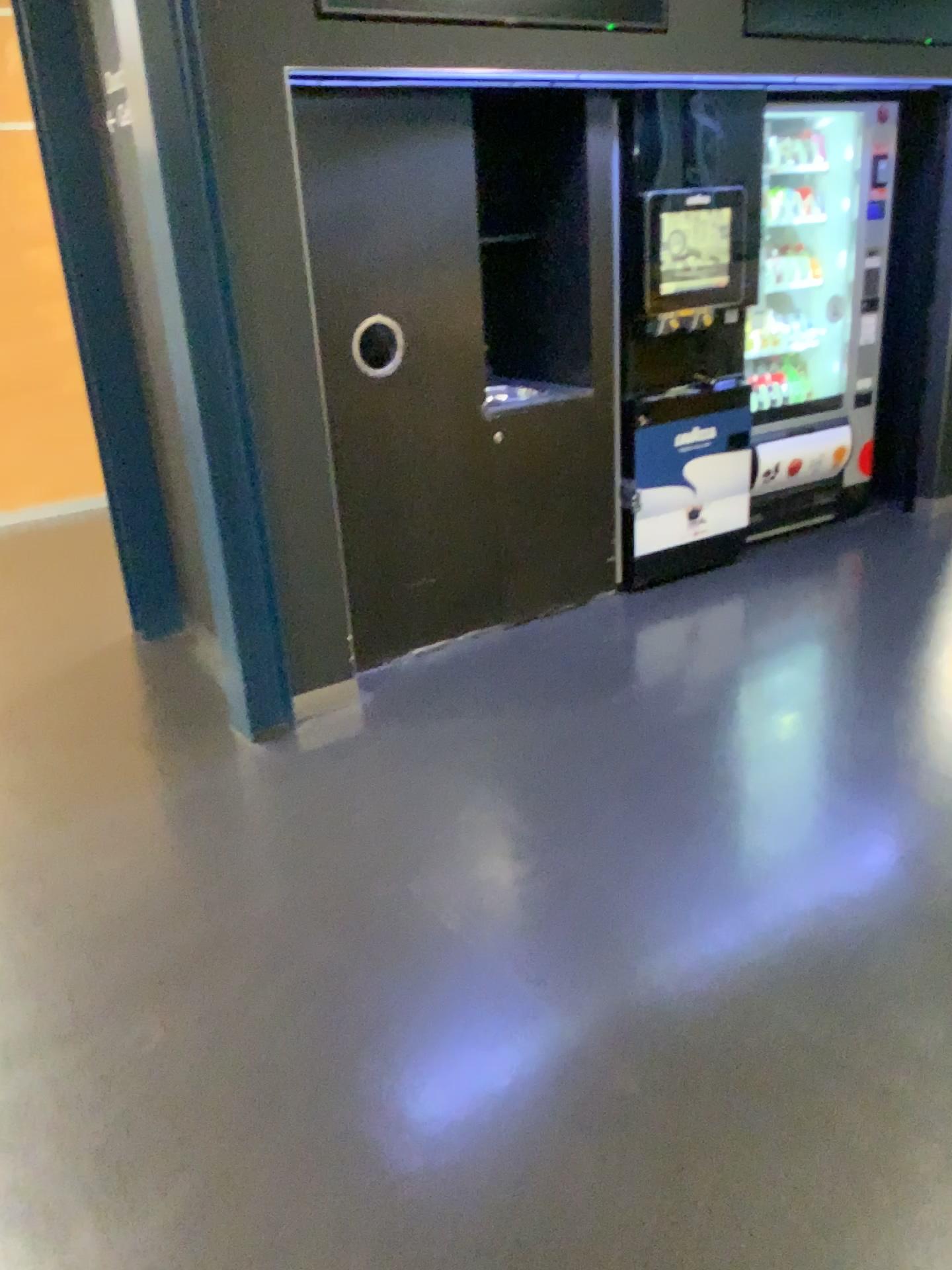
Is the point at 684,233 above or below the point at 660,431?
above

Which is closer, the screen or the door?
the door

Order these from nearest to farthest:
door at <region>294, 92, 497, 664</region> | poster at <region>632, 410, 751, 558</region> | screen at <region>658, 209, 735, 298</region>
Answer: door at <region>294, 92, 497, 664</region>, screen at <region>658, 209, 735, 298</region>, poster at <region>632, 410, 751, 558</region>

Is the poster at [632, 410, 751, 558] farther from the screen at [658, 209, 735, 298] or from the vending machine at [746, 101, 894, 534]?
the screen at [658, 209, 735, 298]

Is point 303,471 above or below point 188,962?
above

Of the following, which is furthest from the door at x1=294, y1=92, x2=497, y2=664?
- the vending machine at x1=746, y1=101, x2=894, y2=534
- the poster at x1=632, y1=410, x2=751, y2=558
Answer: the vending machine at x1=746, y1=101, x2=894, y2=534

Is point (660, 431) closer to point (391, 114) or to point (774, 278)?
point (774, 278)

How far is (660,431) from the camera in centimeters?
421cm

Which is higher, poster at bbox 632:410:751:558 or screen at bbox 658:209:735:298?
screen at bbox 658:209:735:298

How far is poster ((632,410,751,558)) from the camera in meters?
4.2
